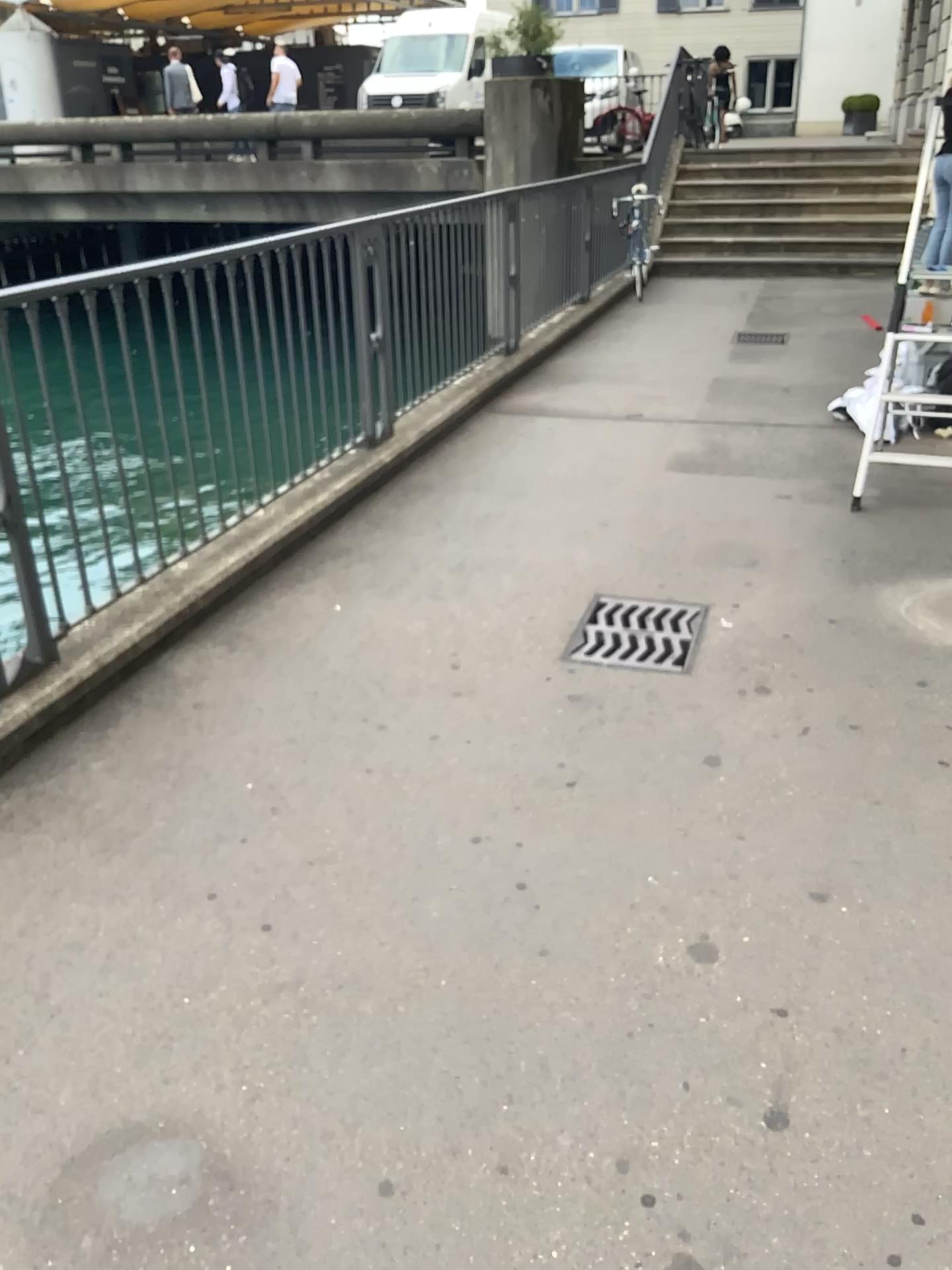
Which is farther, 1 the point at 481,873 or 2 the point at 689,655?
2 the point at 689,655
